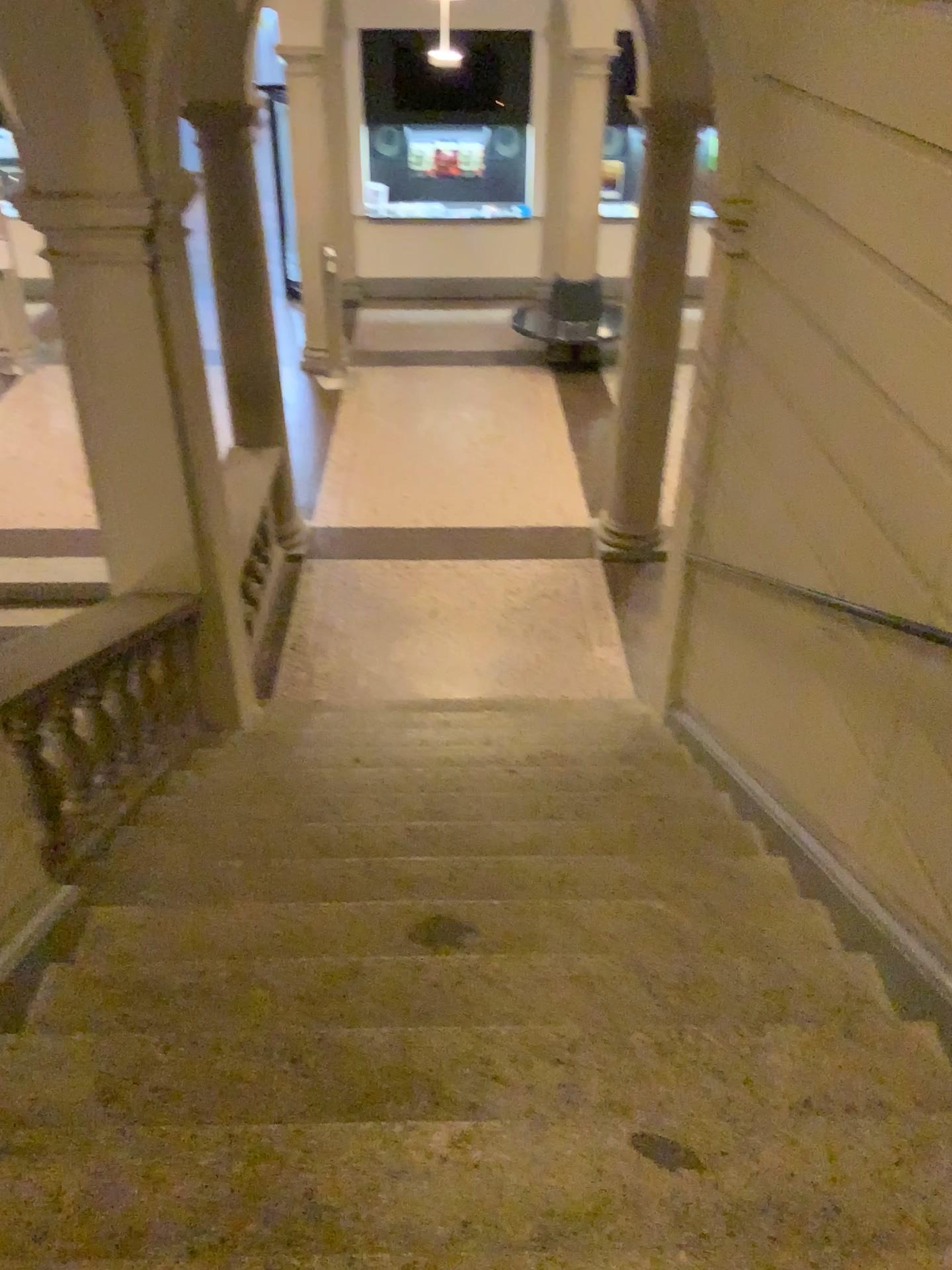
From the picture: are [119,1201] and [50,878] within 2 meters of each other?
yes

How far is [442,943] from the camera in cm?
295

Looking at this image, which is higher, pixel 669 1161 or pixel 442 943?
pixel 669 1161

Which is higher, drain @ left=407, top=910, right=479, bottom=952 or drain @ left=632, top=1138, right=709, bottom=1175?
drain @ left=632, top=1138, right=709, bottom=1175

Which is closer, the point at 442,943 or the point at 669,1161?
the point at 669,1161

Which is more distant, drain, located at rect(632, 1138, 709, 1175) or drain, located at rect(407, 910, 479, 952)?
drain, located at rect(407, 910, 479, 952)

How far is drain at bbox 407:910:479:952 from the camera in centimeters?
295cm
